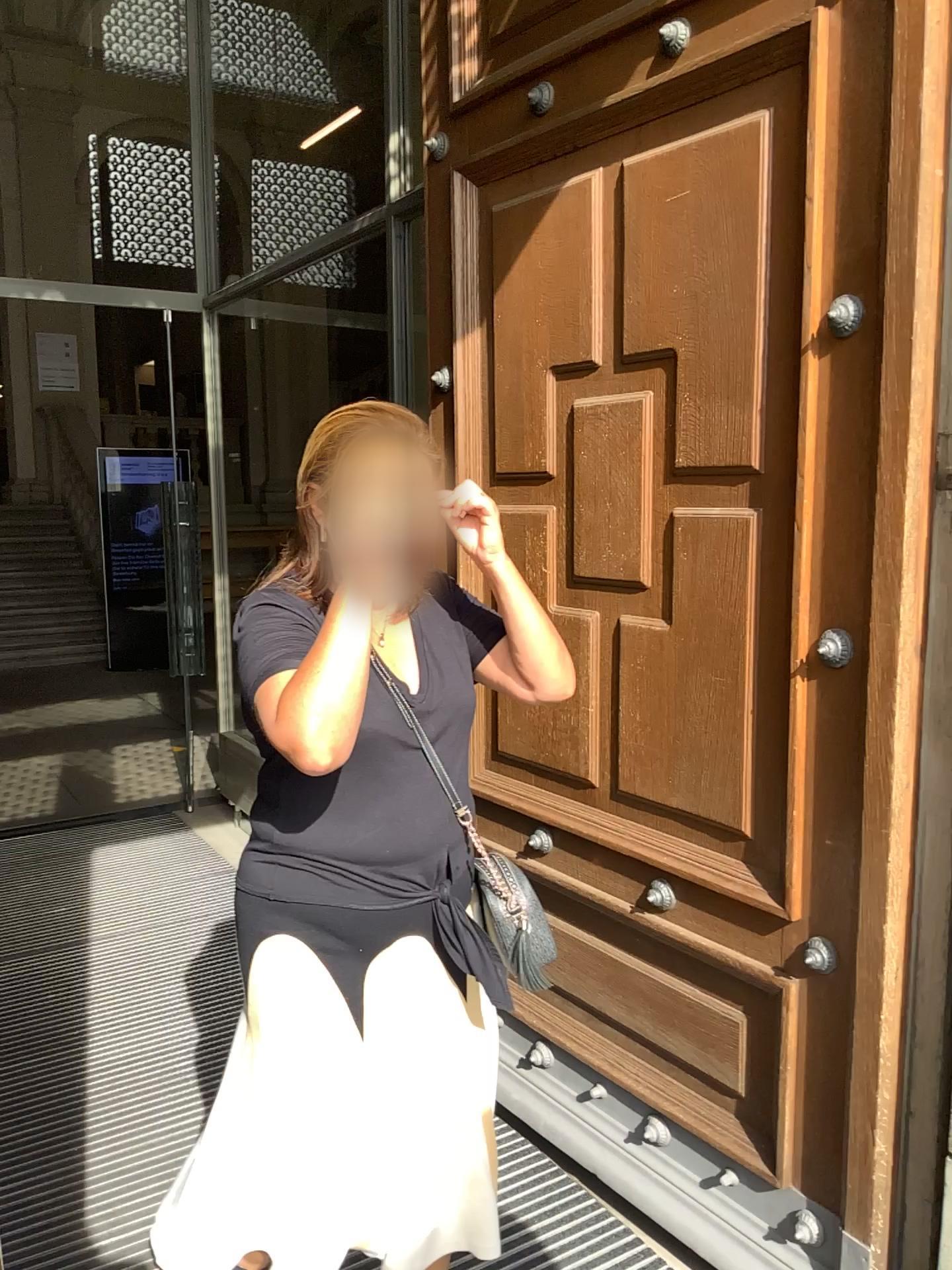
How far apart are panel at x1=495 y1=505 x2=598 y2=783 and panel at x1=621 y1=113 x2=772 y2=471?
0.4 meters

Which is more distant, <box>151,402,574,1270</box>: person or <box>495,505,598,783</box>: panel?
<box>495,505,598,783</box>: panel

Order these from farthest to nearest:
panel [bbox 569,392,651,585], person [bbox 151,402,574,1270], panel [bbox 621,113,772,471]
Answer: panel [bbox 569,392,651,585], panel [bbox 621,113,772,471], person [bbox 151,402,574,1270]

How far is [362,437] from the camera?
1.4m

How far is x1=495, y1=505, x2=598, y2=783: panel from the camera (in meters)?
2.23

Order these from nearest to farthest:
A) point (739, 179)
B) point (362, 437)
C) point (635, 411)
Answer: point (362, 437)
point (739, 179)
point (635, 411)

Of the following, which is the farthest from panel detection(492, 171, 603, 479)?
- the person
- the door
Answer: the person

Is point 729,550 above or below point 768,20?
below

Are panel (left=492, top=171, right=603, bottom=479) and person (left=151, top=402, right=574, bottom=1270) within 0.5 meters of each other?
no

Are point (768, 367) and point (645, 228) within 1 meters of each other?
yes
